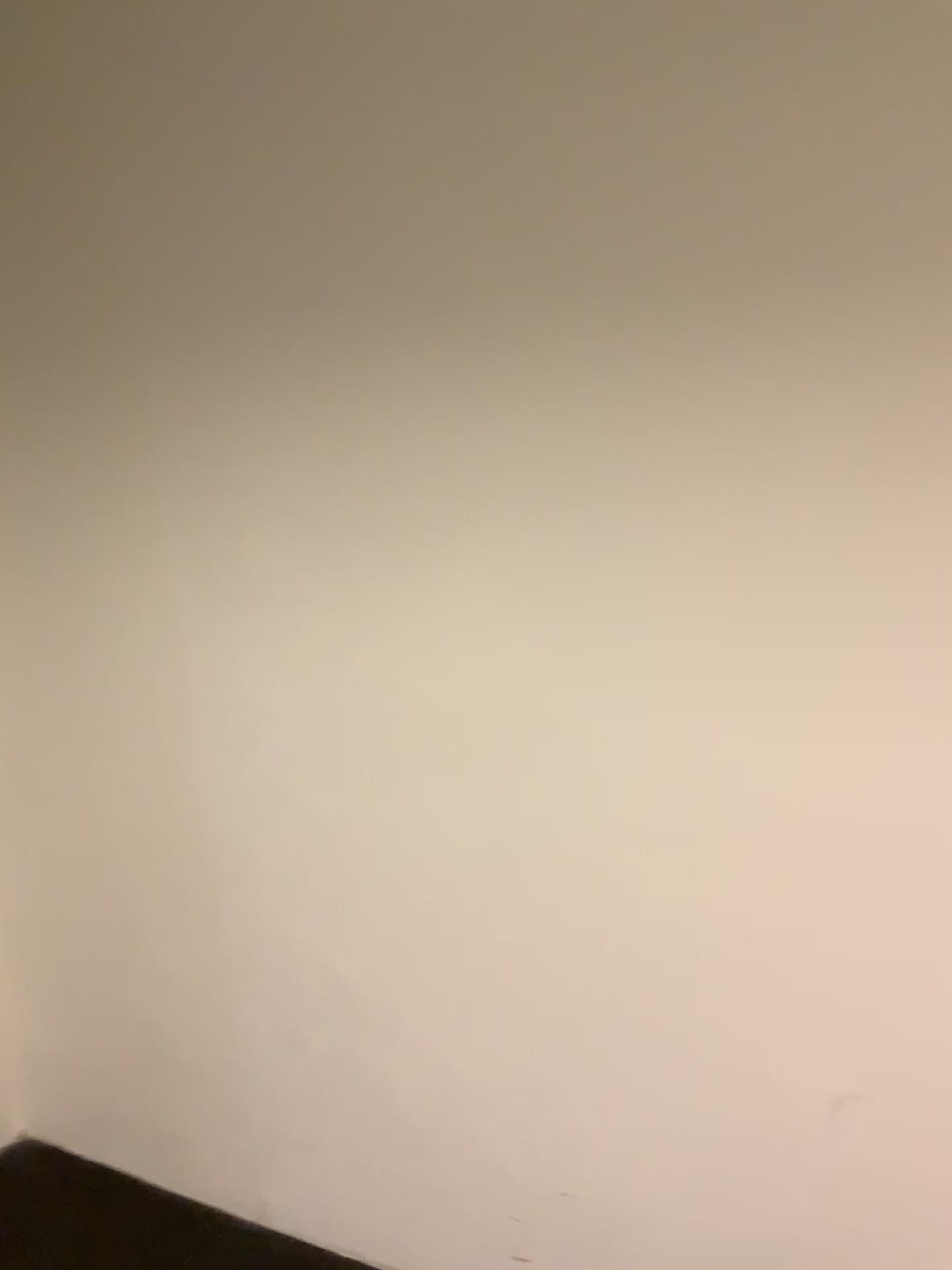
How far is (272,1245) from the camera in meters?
1.8 m

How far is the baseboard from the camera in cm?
179

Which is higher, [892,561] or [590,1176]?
[892,561]
